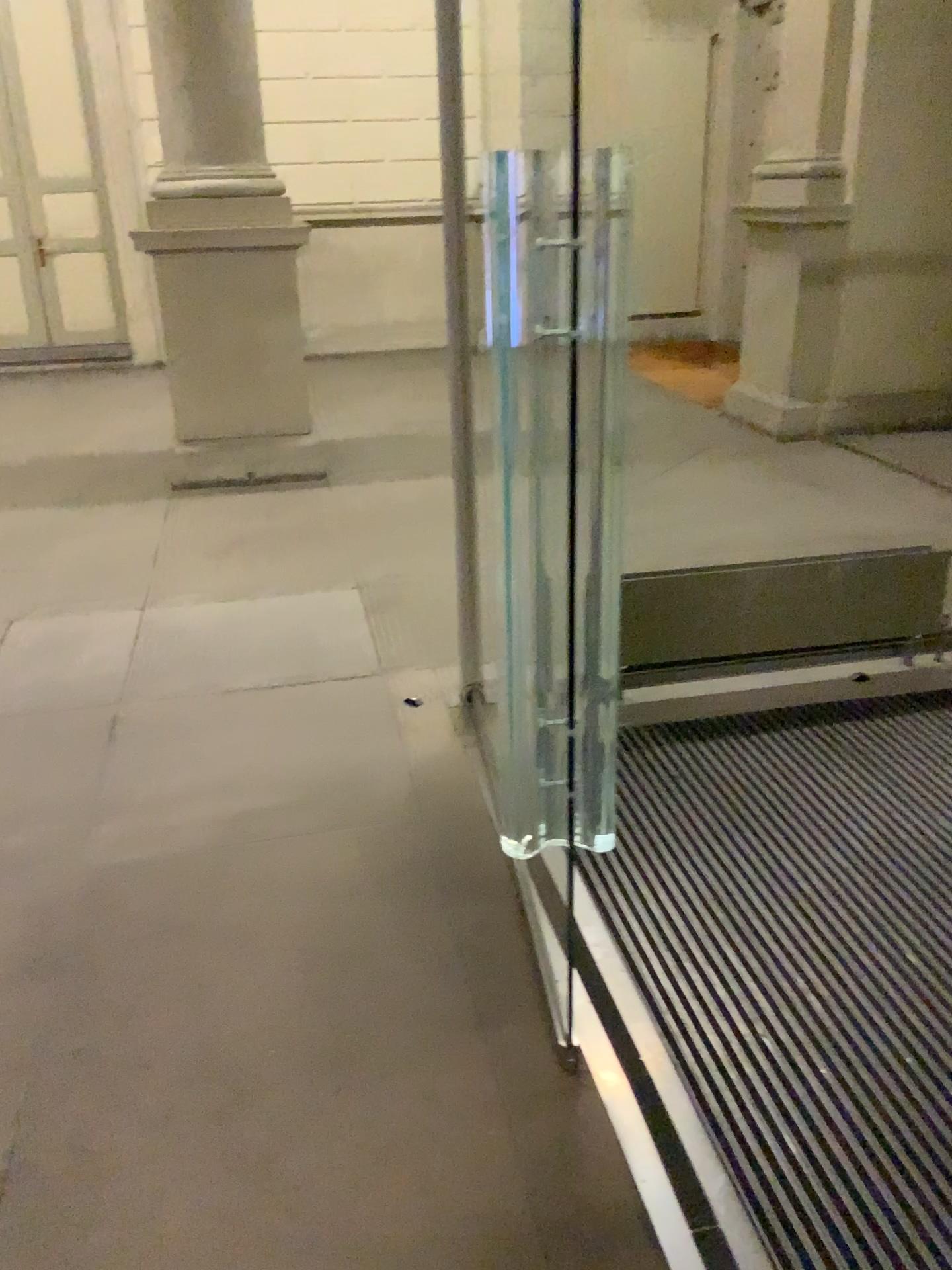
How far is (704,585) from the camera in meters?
3.2 m

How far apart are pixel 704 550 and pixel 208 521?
2.4m

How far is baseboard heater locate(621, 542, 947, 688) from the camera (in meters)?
3.23
